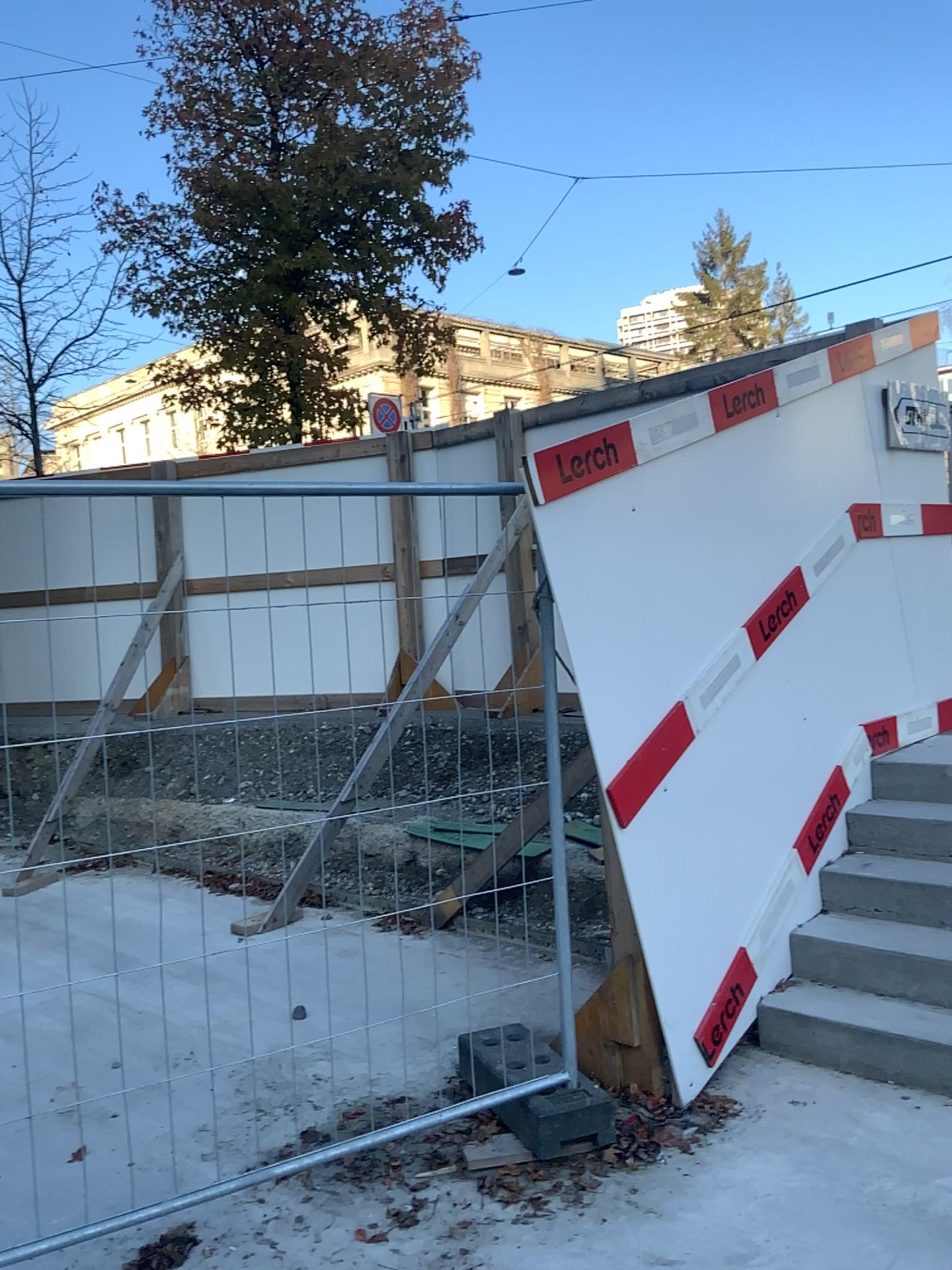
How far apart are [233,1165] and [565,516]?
2.2m
